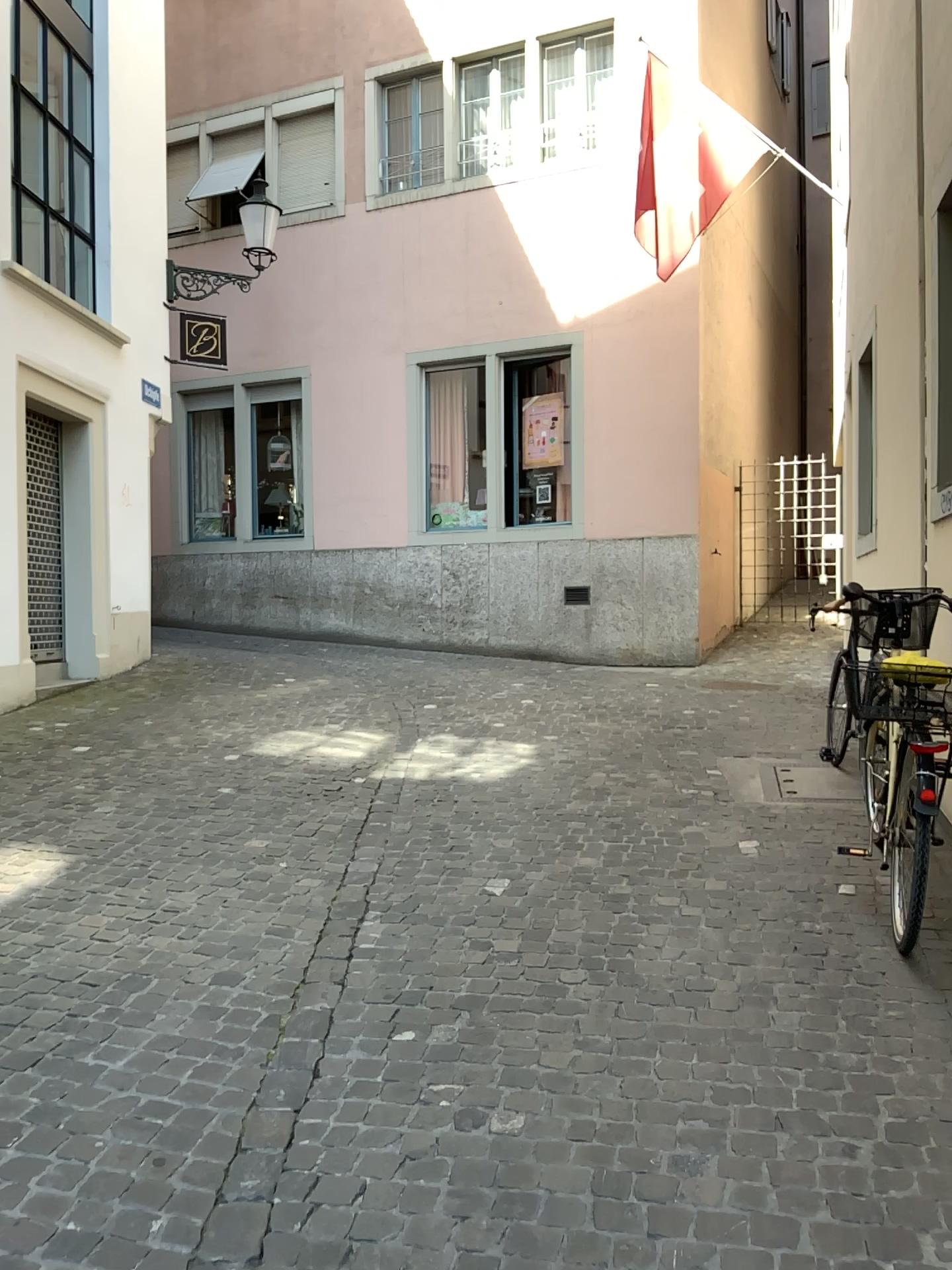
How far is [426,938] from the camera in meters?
3.6 m
